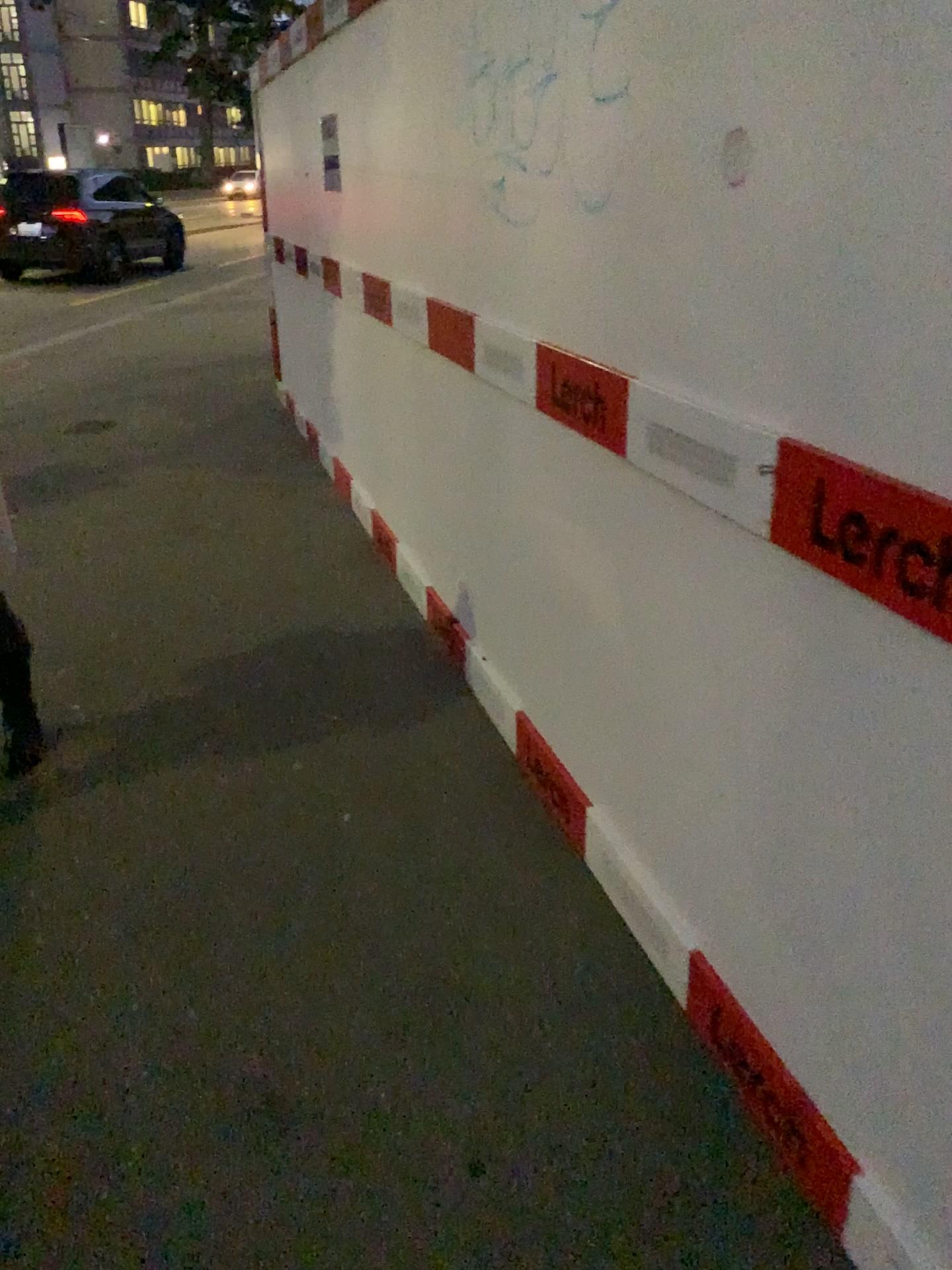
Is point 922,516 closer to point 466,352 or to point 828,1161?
point 828,1161

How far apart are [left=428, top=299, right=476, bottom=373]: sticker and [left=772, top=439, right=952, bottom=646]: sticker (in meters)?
1.63

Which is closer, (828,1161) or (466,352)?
(828,1161)

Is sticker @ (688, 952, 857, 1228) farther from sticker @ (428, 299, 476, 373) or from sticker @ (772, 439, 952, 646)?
sticker @ (428, 299, 476, 373)

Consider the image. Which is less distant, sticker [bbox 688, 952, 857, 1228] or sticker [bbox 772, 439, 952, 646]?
sticker [bbox 772, 439, 952, 646]

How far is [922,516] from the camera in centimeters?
115cm

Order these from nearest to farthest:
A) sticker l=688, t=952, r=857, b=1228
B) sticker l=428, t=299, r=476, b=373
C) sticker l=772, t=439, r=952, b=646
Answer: sticker l=772, t=439, r=952, b=646 < sticker l=688, t=952, r=857, b=1228 < sticker l=428, t=299, r=476, b=373

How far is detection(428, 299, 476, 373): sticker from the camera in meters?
2.9

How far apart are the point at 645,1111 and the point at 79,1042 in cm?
104

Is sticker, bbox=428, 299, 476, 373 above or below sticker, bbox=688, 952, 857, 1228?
above
